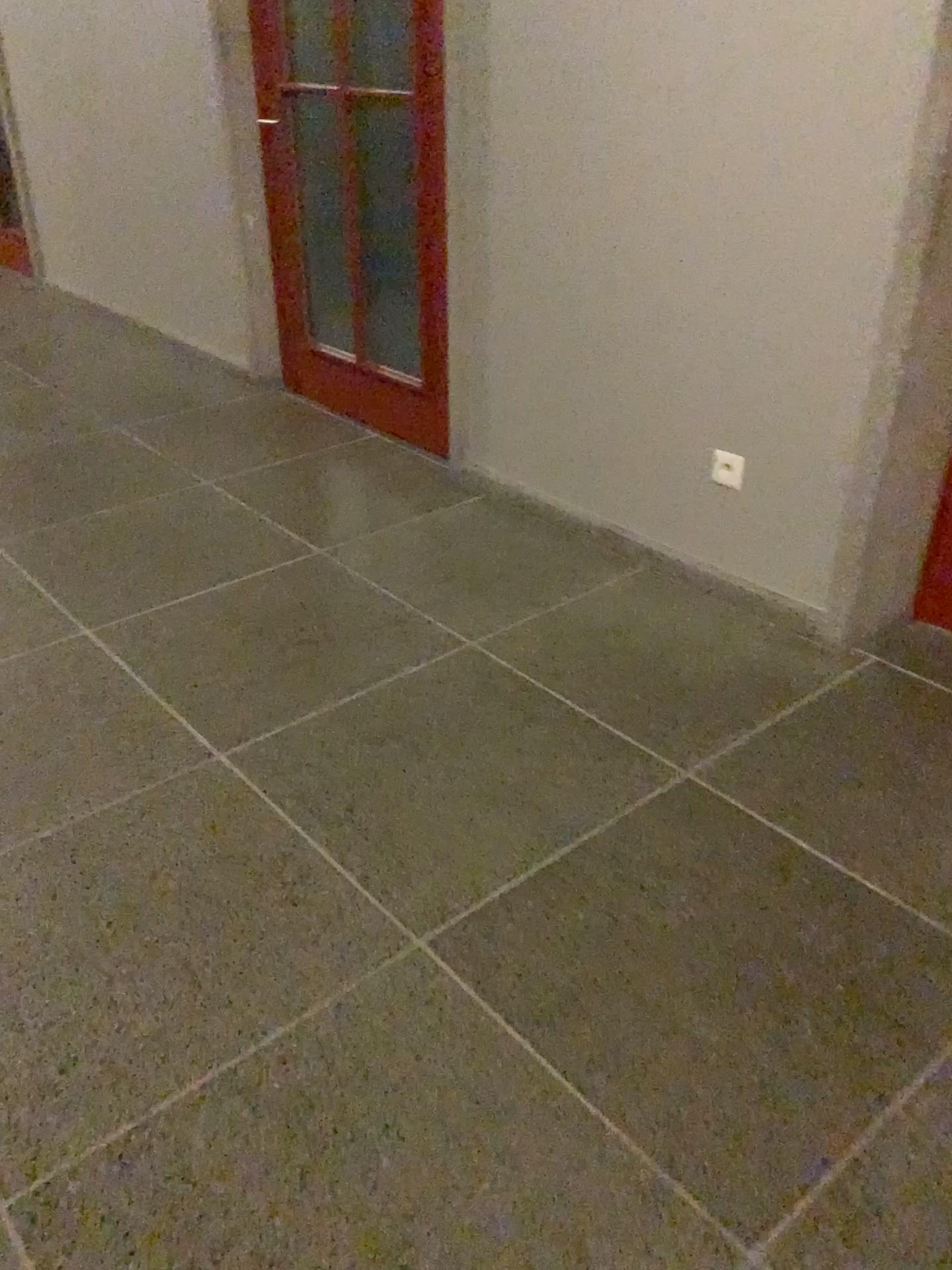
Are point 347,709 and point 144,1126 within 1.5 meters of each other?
yes

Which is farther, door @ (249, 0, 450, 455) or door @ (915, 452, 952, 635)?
door @ (249, 0, 450, 455)

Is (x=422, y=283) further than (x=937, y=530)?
Yes

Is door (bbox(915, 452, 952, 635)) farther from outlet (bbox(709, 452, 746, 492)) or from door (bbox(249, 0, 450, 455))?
door (bbox(249, 0, 450, 455))

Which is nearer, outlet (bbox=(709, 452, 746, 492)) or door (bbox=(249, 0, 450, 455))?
outlet (bbox=(709, 452, 746, 492))

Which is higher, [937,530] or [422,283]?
[422,283]

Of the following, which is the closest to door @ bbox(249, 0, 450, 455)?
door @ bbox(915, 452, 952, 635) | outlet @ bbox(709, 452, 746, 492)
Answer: outlet @ bbox(709, 452, 746, 492)

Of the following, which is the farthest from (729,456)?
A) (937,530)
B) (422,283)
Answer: (422,283)
